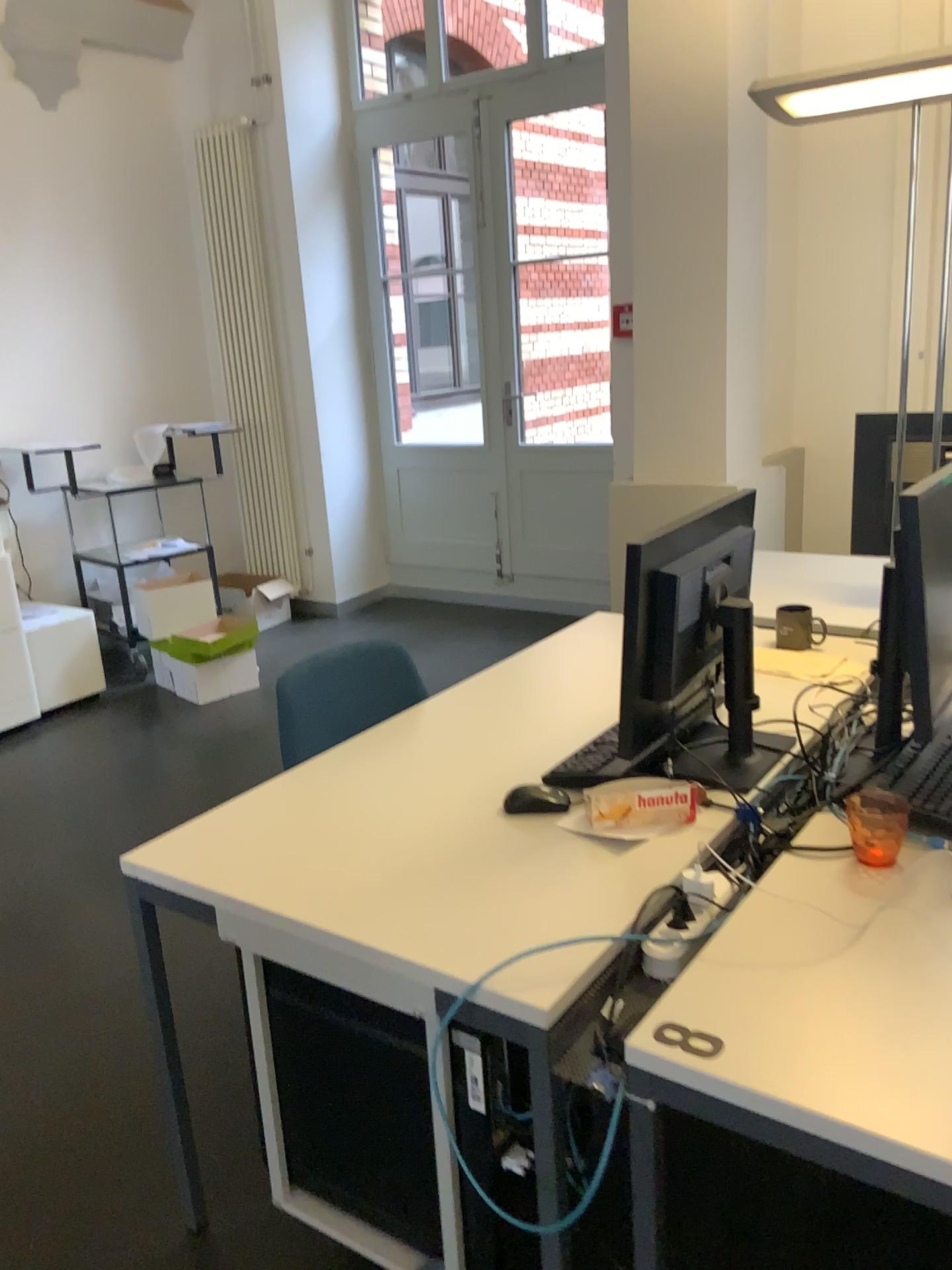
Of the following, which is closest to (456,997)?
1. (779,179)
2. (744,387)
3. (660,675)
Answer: (660,675)

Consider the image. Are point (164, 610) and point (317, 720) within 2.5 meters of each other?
no

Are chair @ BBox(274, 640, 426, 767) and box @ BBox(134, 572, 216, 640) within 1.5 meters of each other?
no

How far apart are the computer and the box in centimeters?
325cm

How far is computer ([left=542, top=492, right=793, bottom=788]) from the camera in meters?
1.7 m

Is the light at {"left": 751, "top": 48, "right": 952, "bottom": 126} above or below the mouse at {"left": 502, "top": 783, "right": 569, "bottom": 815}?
above

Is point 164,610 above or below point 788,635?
below

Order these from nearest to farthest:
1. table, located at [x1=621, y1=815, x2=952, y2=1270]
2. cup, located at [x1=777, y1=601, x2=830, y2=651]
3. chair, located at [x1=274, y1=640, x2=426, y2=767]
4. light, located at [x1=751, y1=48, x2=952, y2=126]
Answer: table, located at [x1=621, y1=815, x2=952, y2=1270] < light, located at [x1=751, y1=48, x2=952, y2=126] < chair, located at [x1=274, y1=640, x2=426, y2=767] < cup, located at [x1=777, y1=601, x2=830, y2=651]

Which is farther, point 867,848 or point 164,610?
point 164,610

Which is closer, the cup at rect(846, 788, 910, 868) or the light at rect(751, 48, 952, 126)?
the cup at rect(846, 788, 910, 868)
